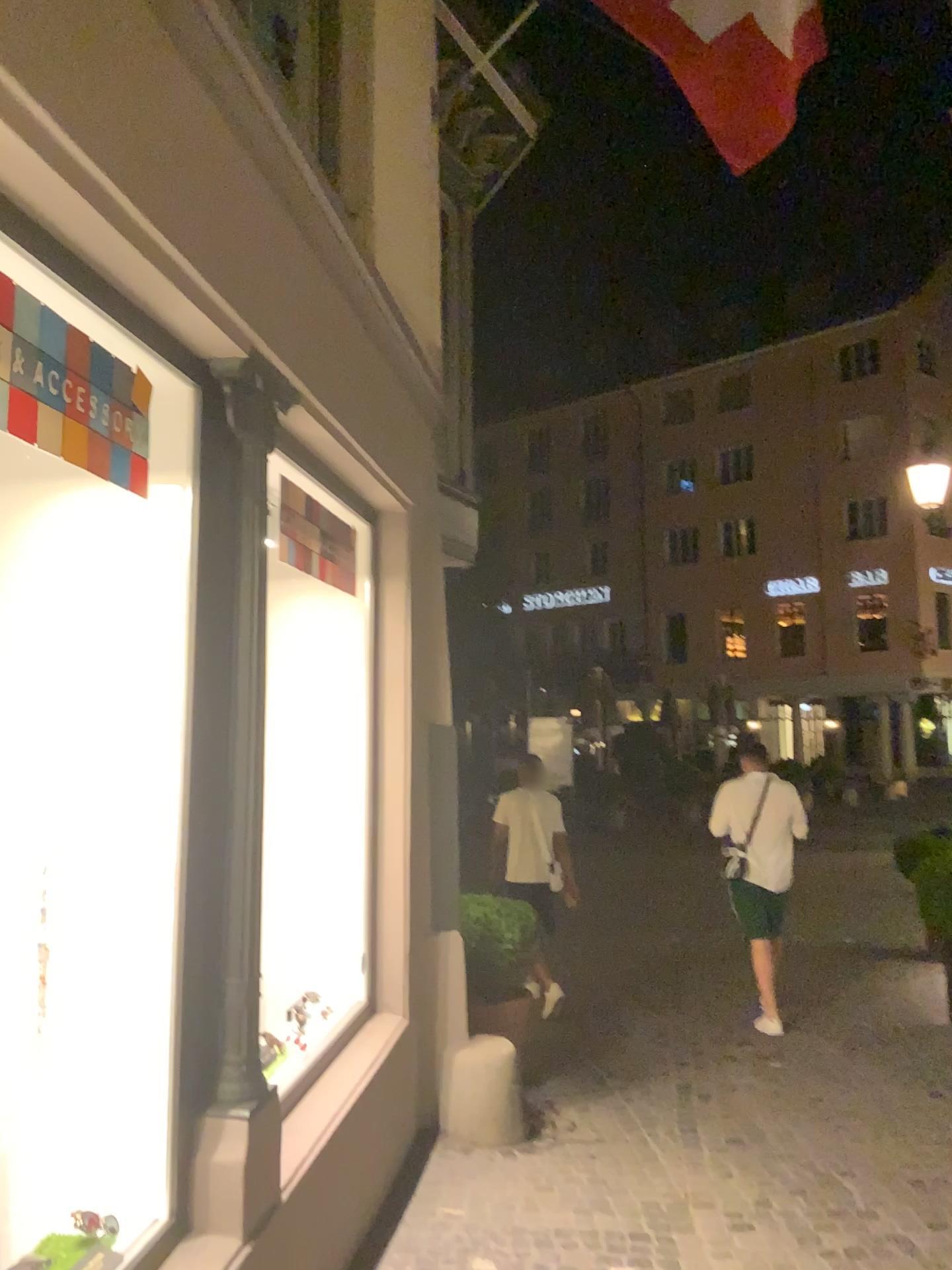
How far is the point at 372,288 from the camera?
4.06m
